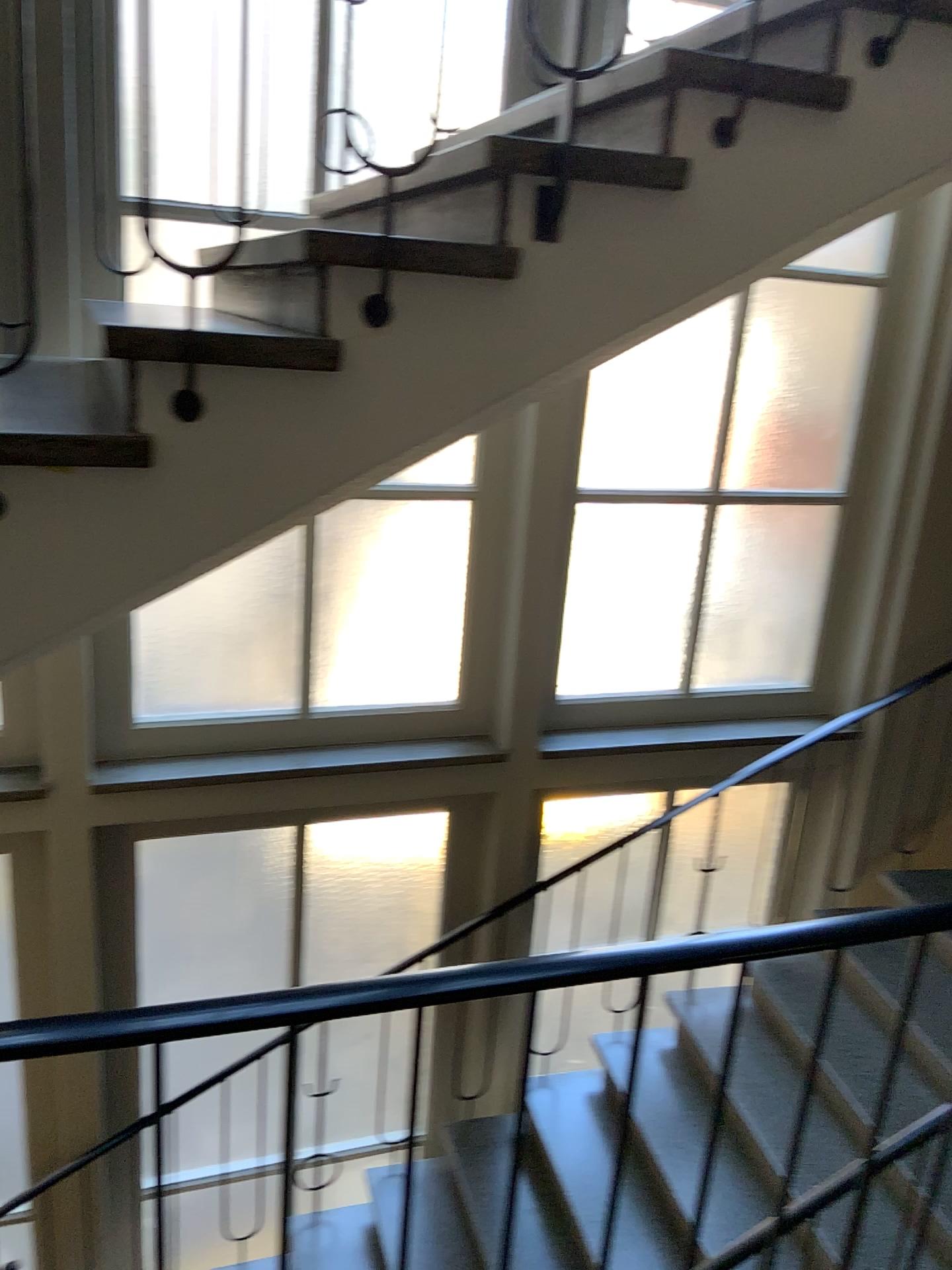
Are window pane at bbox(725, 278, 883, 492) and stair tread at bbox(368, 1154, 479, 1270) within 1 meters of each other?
no

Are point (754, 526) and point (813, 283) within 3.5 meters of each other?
yes

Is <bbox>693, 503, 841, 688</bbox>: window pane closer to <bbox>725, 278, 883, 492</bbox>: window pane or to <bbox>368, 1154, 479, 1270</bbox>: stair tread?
<bbox>725, 278, 883, 492</bbox>: window pane

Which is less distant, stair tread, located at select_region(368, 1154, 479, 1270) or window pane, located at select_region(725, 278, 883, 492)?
stair tread, located at select_region(368, 1154, 479, 1270)

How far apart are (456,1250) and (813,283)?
3.90m

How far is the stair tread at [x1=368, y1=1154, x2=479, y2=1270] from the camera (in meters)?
3.87

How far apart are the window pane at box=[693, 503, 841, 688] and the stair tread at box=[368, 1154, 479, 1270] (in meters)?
2.27

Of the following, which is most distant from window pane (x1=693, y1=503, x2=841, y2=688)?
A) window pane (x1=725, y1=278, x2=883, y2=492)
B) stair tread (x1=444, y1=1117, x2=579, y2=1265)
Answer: stair tread (x1=444, y1=1117, x2=579, y2=1265)

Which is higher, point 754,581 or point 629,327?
point 629,327

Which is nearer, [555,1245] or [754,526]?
[555,1245]
